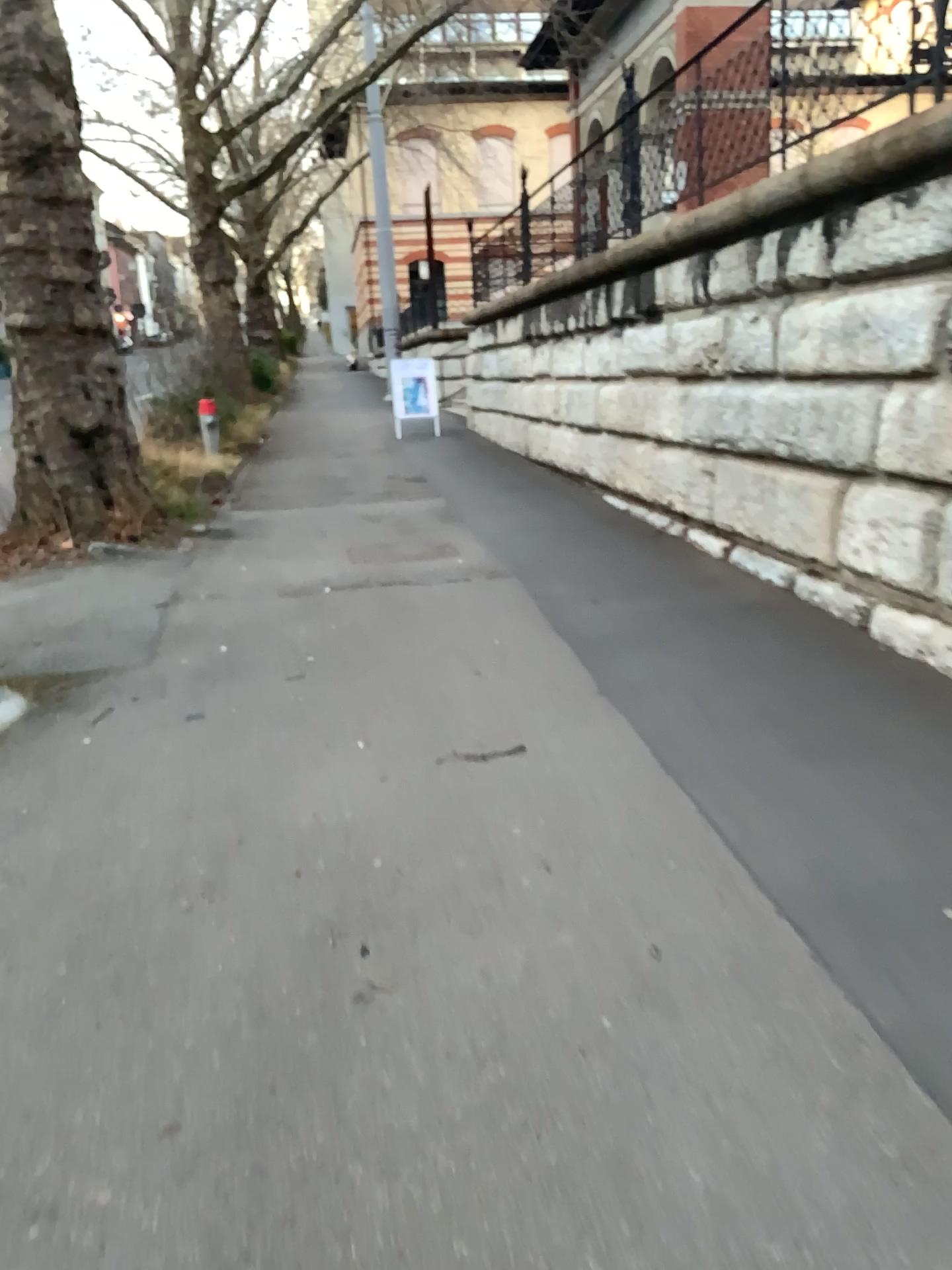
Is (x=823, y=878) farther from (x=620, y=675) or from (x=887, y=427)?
(x=887, y=427)
